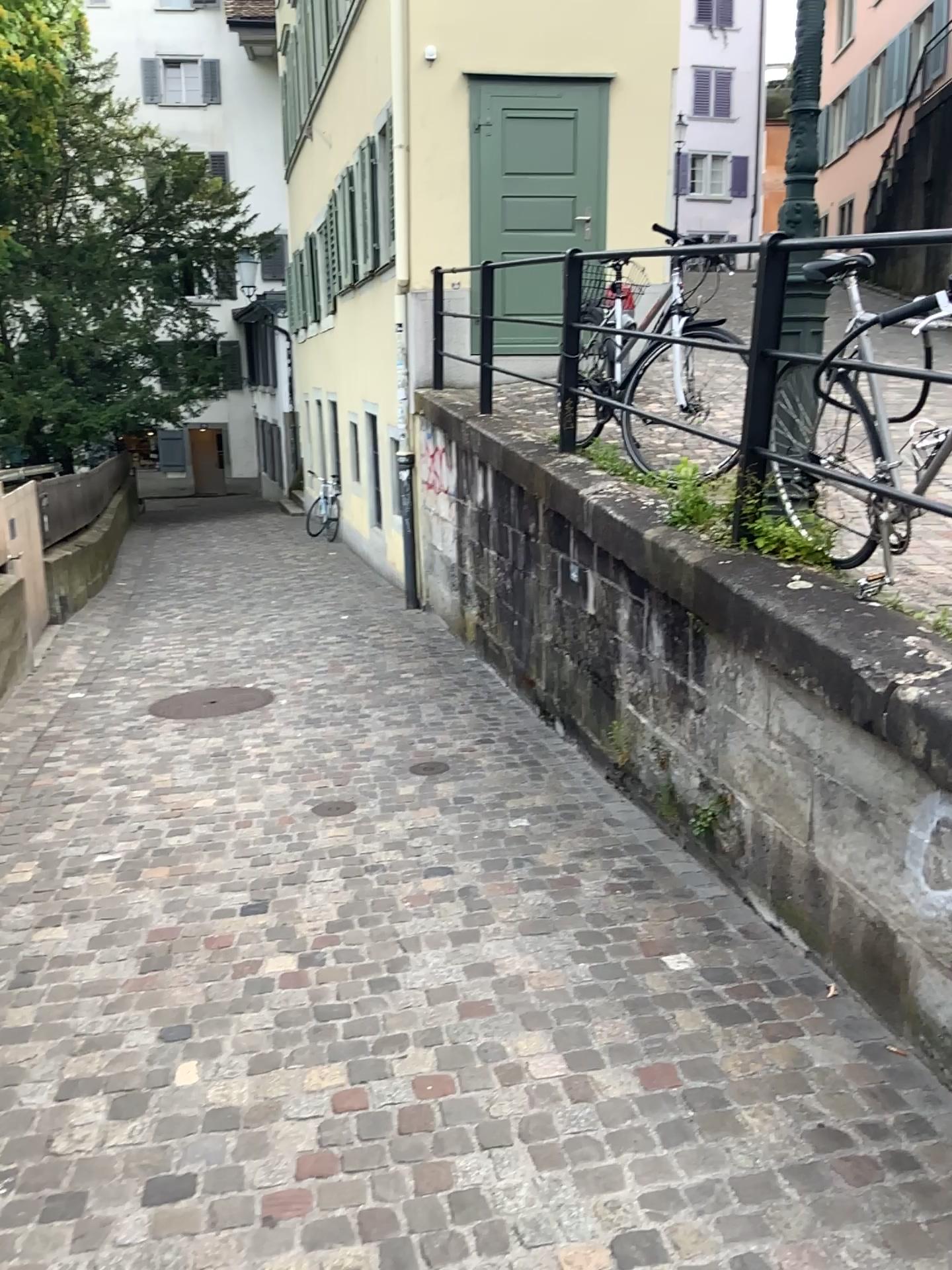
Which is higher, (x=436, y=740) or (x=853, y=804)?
(x=853, y=804)
